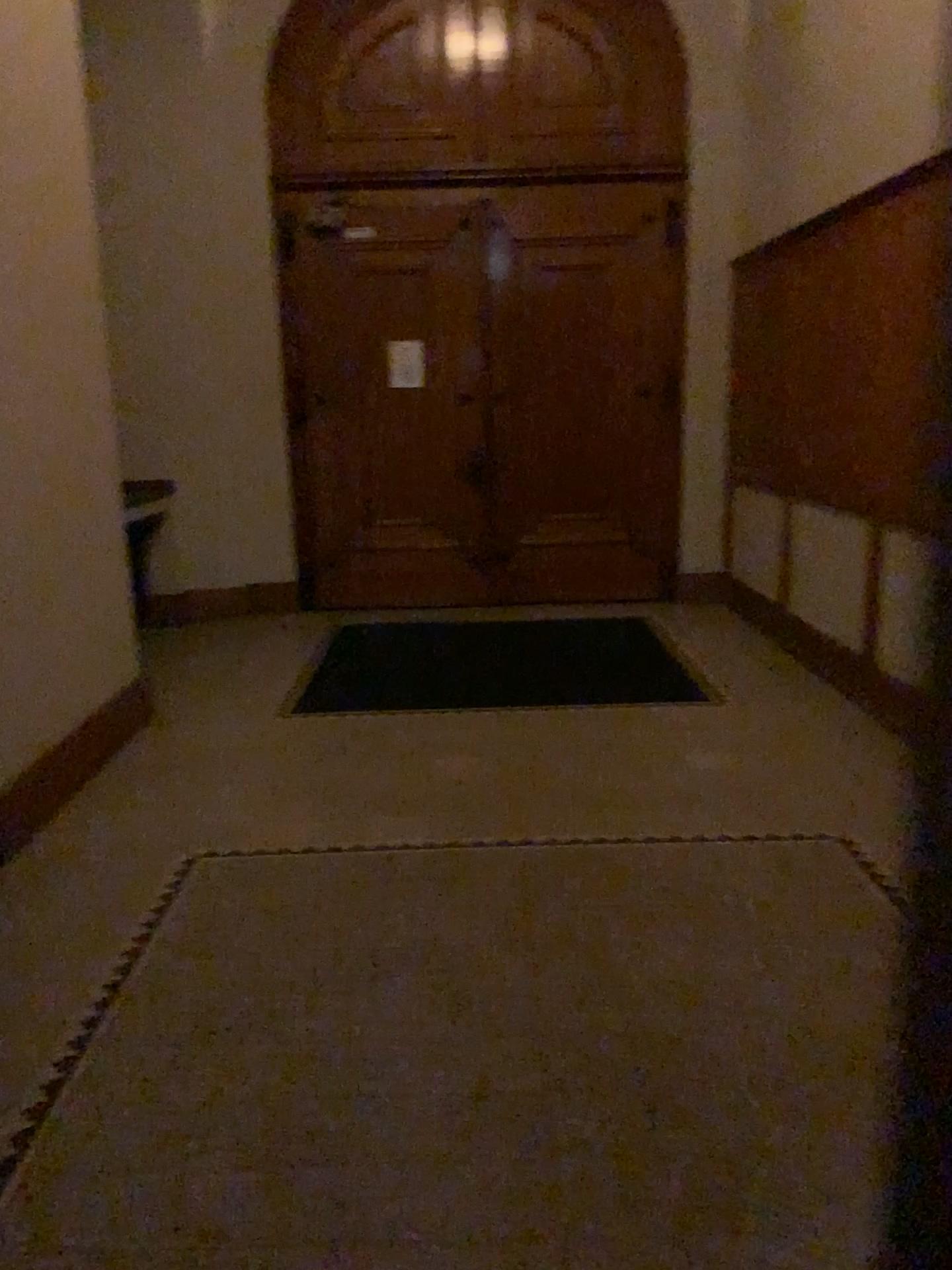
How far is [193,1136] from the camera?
2.1m
